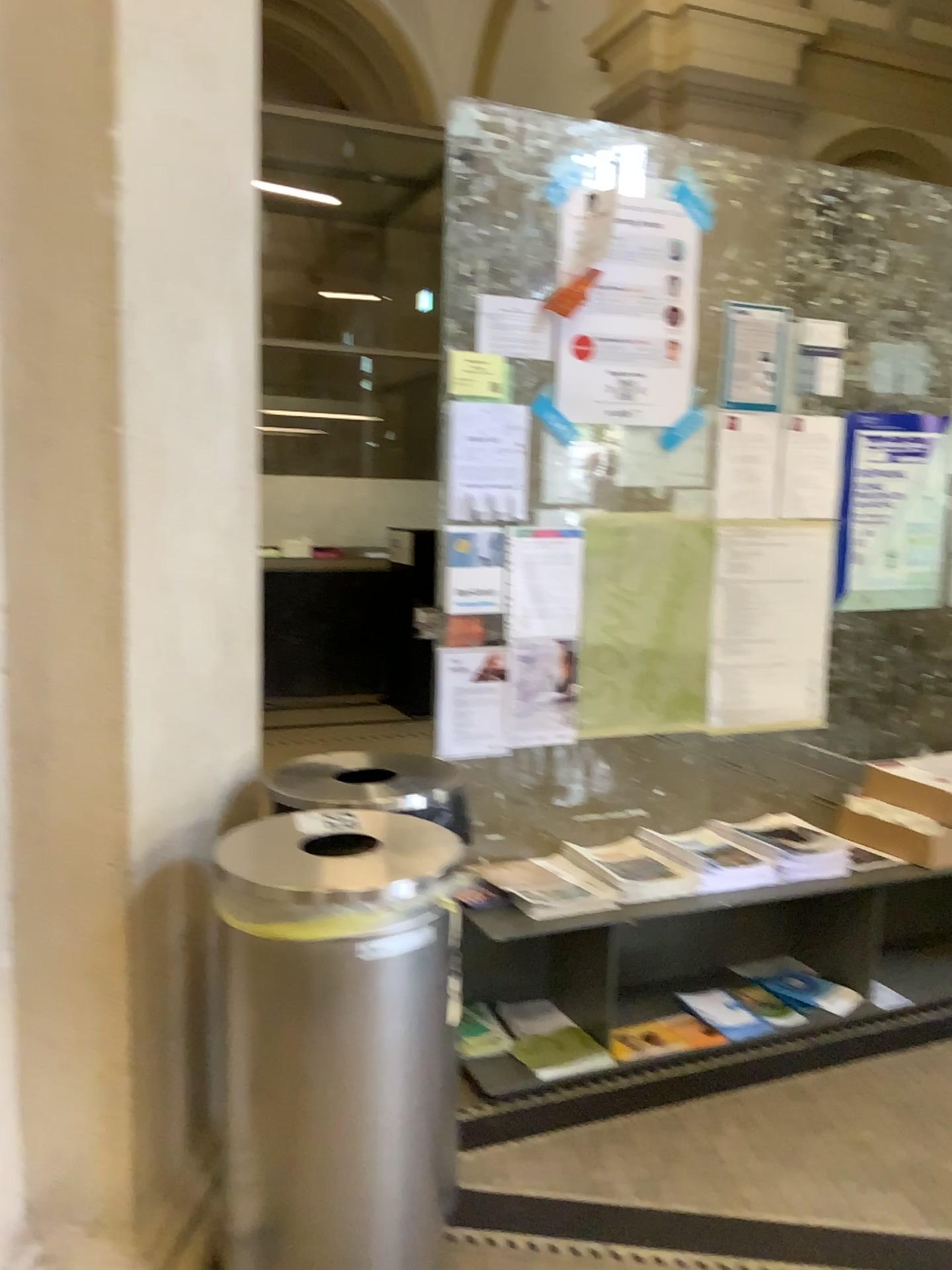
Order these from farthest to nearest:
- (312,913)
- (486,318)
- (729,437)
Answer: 1. (729,437)
2. (486,318)
3. (312,913)

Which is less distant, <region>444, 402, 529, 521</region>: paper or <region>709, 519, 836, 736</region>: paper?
<region>444, 402, 529, 521</region>: paper

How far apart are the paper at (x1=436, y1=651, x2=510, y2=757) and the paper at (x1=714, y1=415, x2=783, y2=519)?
0.8 meters

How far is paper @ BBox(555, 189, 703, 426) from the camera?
2.75m

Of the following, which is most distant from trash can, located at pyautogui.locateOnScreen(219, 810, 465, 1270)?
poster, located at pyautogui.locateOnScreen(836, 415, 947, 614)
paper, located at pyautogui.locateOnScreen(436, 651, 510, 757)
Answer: poster, located at pyautogui.locateOnScreen(836, 415, 947, 614)

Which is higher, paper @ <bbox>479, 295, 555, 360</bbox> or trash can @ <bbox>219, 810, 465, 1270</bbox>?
paper @ <bbox>479, 295, 555, 360</bbox>

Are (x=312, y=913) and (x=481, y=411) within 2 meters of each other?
yes

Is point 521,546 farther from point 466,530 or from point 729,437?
Result: point 729,437

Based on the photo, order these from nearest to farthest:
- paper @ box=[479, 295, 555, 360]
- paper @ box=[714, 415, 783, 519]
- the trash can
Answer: the trash can, paper @ box=[479, 295, 555, 360], paper @ box=[714, 415, 783, 519]

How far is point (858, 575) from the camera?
3.23m
